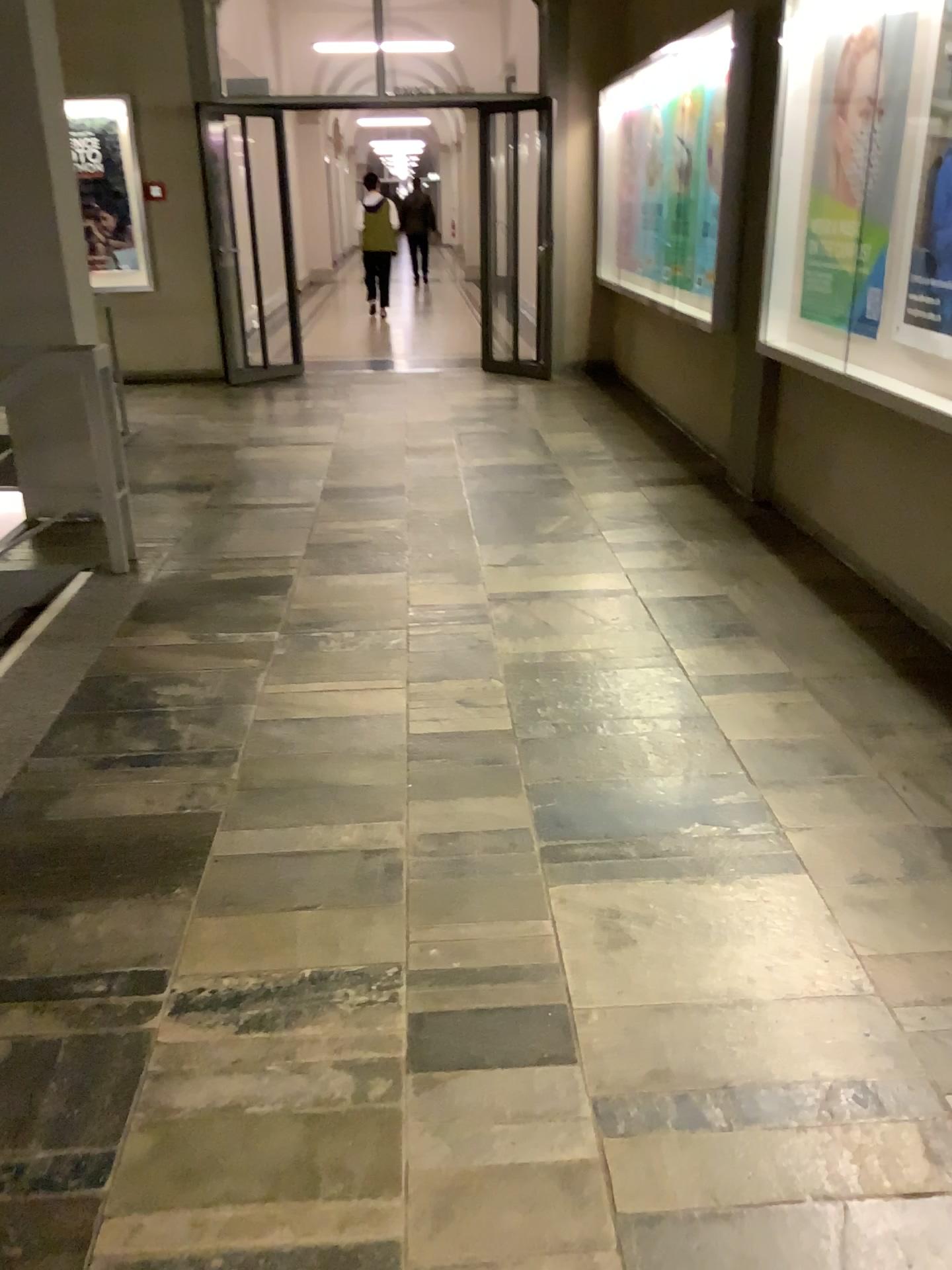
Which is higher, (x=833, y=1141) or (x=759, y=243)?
(x=759, y=243)
